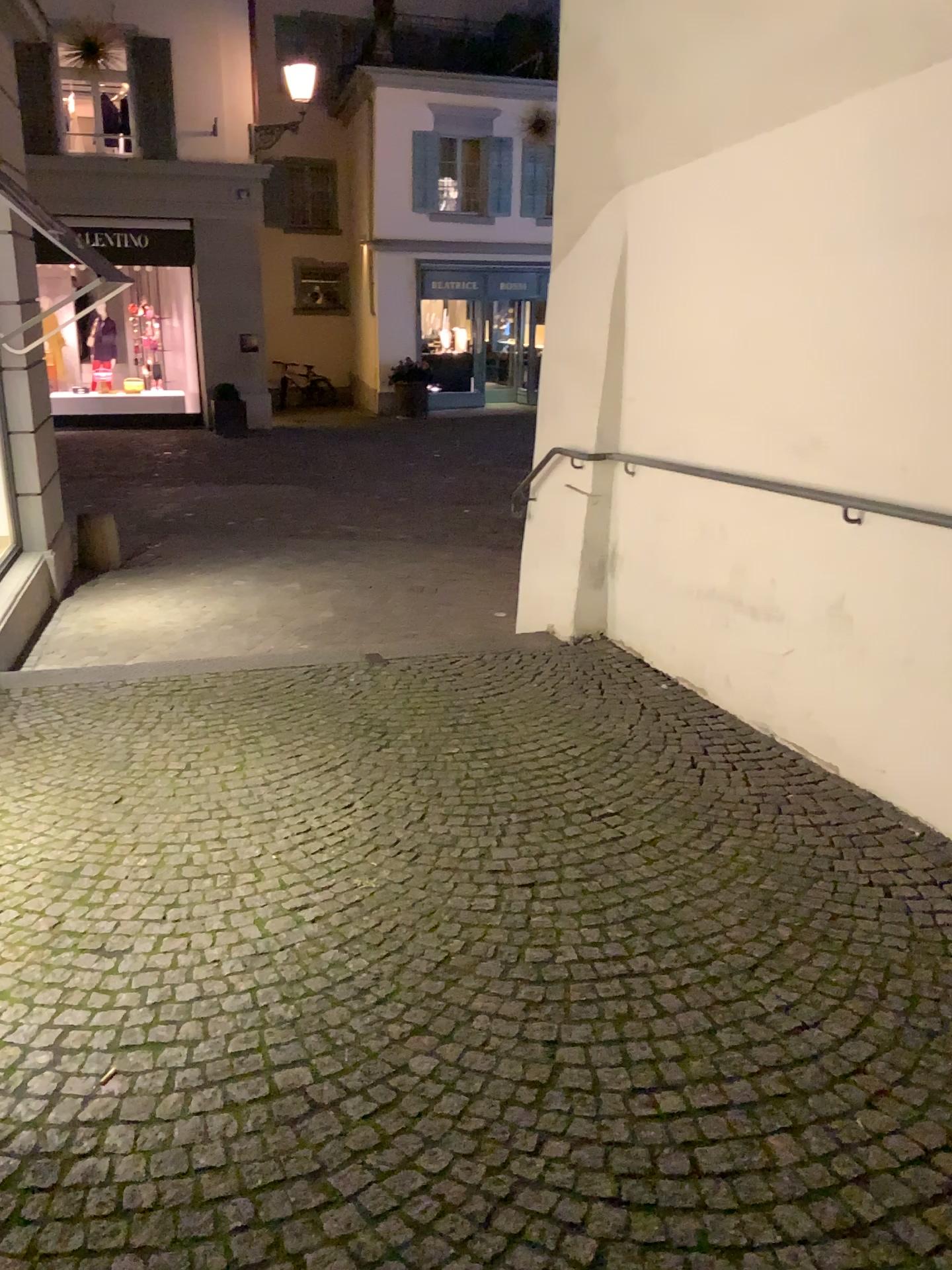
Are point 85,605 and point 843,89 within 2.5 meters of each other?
no
